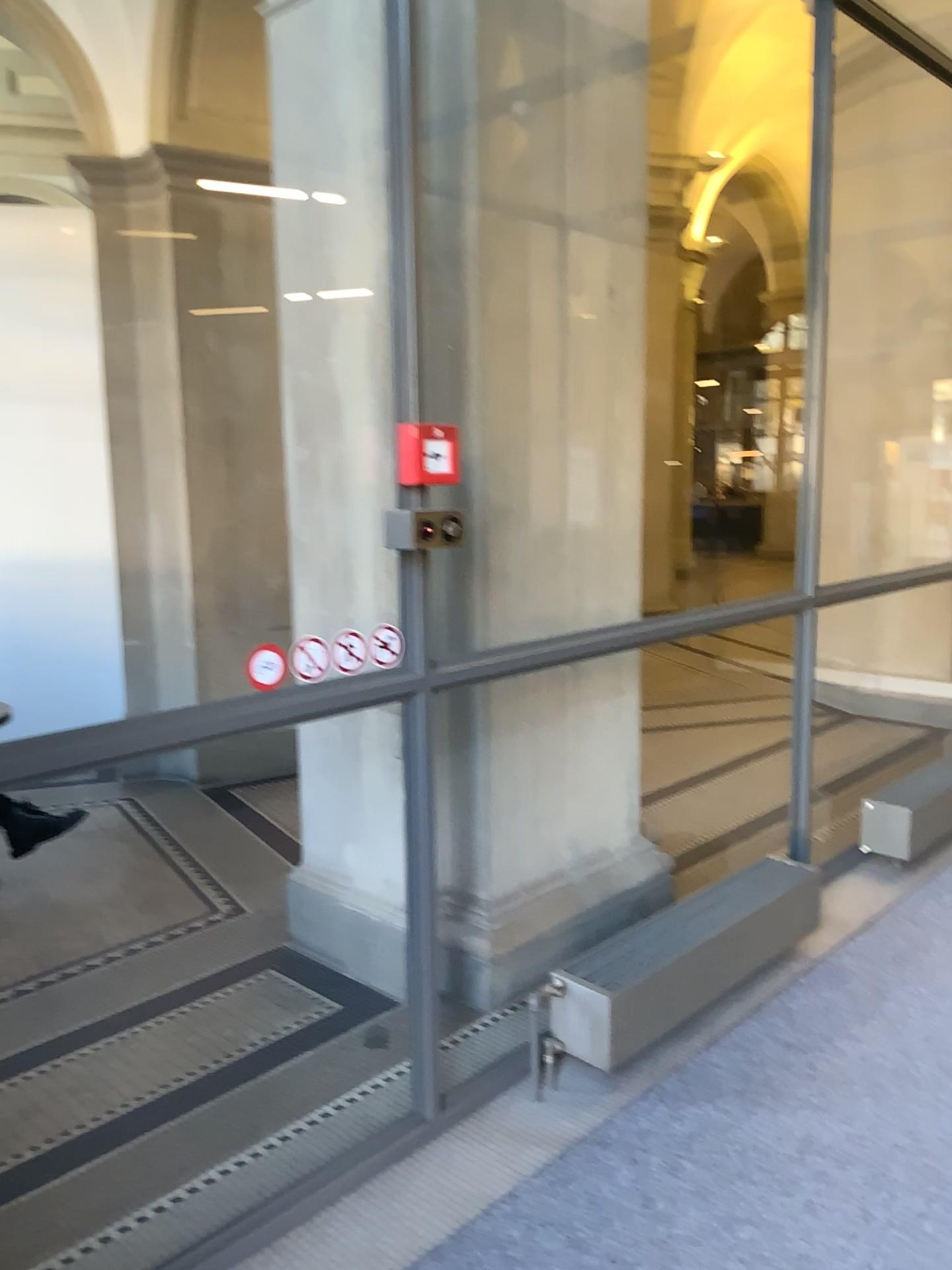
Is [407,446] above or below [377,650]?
above

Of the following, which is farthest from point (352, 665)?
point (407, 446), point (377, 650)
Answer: point (407, 446)

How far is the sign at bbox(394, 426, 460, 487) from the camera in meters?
2.3

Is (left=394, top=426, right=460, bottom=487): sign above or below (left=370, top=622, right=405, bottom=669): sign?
above

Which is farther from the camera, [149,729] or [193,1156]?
[193,1156]

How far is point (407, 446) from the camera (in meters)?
2.29

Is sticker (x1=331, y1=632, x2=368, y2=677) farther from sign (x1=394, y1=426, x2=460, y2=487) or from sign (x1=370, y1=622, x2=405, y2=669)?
sign (x1=394, y1=426, x2=460, y2=487)

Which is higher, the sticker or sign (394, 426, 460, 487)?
sign (394, 426, 460, 487)

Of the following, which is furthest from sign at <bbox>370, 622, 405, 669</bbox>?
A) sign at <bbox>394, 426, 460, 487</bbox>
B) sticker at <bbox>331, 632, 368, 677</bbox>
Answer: sign at <bbox>394, 426, 460, 487</bbox>
